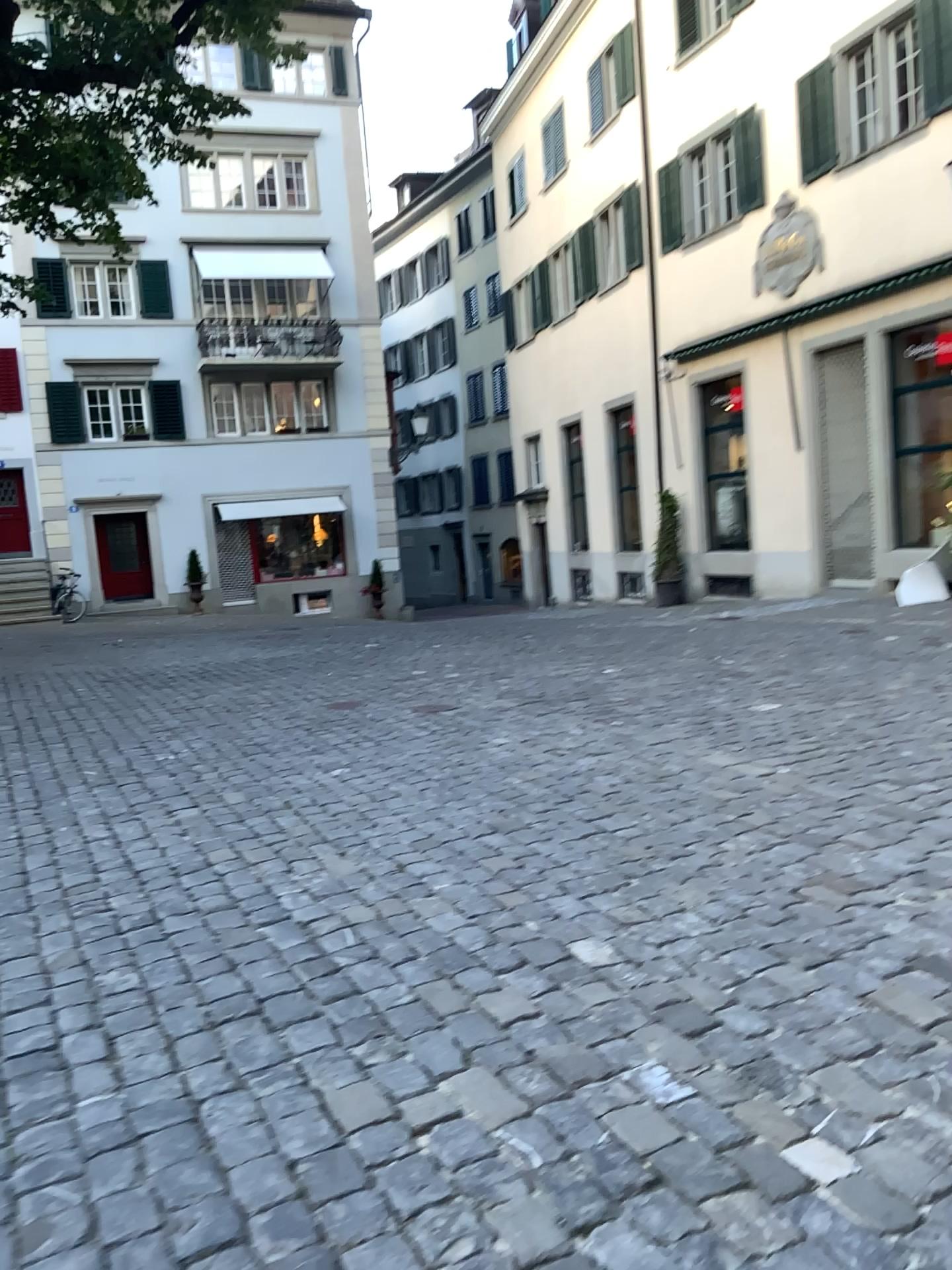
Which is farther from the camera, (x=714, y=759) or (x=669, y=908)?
(x=714, y=759)
